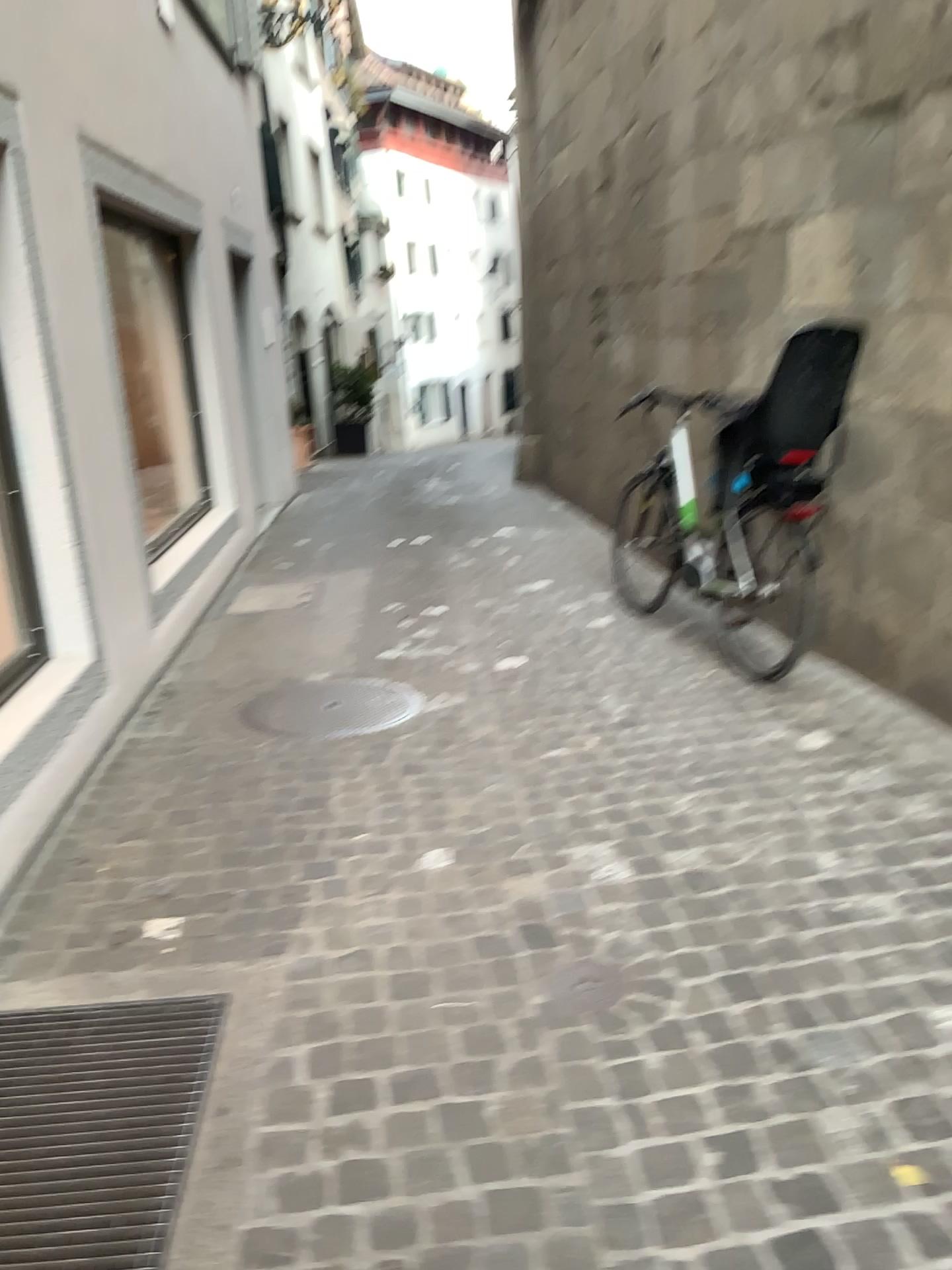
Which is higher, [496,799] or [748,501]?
[748,501]

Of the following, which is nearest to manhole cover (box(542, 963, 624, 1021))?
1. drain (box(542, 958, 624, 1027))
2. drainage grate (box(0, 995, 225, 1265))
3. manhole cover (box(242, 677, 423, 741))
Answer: drain (box(542, 958, 624, 1027))

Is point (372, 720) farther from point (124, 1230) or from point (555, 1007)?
point (124, 1230)

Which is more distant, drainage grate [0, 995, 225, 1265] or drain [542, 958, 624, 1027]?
drain [542, 958, 624, 1027]

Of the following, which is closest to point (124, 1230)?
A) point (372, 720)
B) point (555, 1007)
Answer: point (555, 1007)

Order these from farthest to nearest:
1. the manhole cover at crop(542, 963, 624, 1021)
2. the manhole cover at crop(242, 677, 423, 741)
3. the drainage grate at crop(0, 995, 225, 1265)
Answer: the manhole cover at crop(242, 677, 423, 741)
the manhole cover at crop(542, 963, 624, 1021)
the drainage grate at crop(0, 995, 225, 1265)

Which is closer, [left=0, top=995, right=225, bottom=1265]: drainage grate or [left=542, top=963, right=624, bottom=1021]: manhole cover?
[left=0, top=995, right=225, bottom=1265]: drainage grate

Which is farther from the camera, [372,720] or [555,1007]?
[372,720]

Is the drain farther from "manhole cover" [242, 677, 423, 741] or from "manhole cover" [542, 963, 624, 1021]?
"manhole cover" [242, 677, 423, 741]

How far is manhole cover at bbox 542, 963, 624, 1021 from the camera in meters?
2.3
